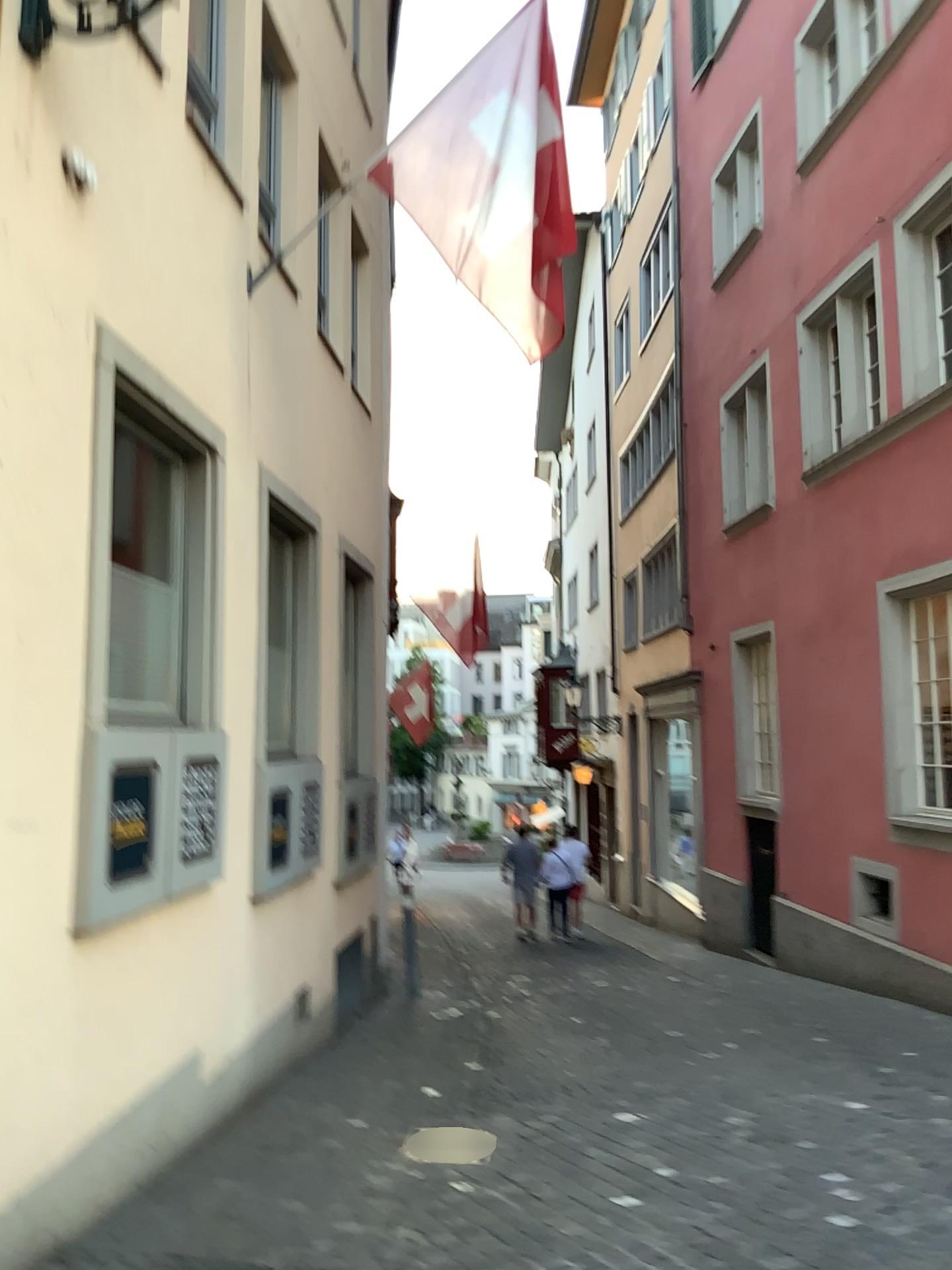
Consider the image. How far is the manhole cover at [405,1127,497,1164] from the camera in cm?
Answer: 467

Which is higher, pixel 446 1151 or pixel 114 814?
pixel 114 814

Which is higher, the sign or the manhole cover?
the sign

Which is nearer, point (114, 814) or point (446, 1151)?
point (114, 814)

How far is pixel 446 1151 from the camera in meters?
4.7 m

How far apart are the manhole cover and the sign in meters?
1.8

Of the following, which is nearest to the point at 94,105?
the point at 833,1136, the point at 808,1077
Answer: the point at 833,1136

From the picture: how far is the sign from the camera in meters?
4.0 m

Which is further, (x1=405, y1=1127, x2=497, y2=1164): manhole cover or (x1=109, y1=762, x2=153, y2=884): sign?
(x1=405, y1=1127, x2=497, y2=1164): manhole cover
